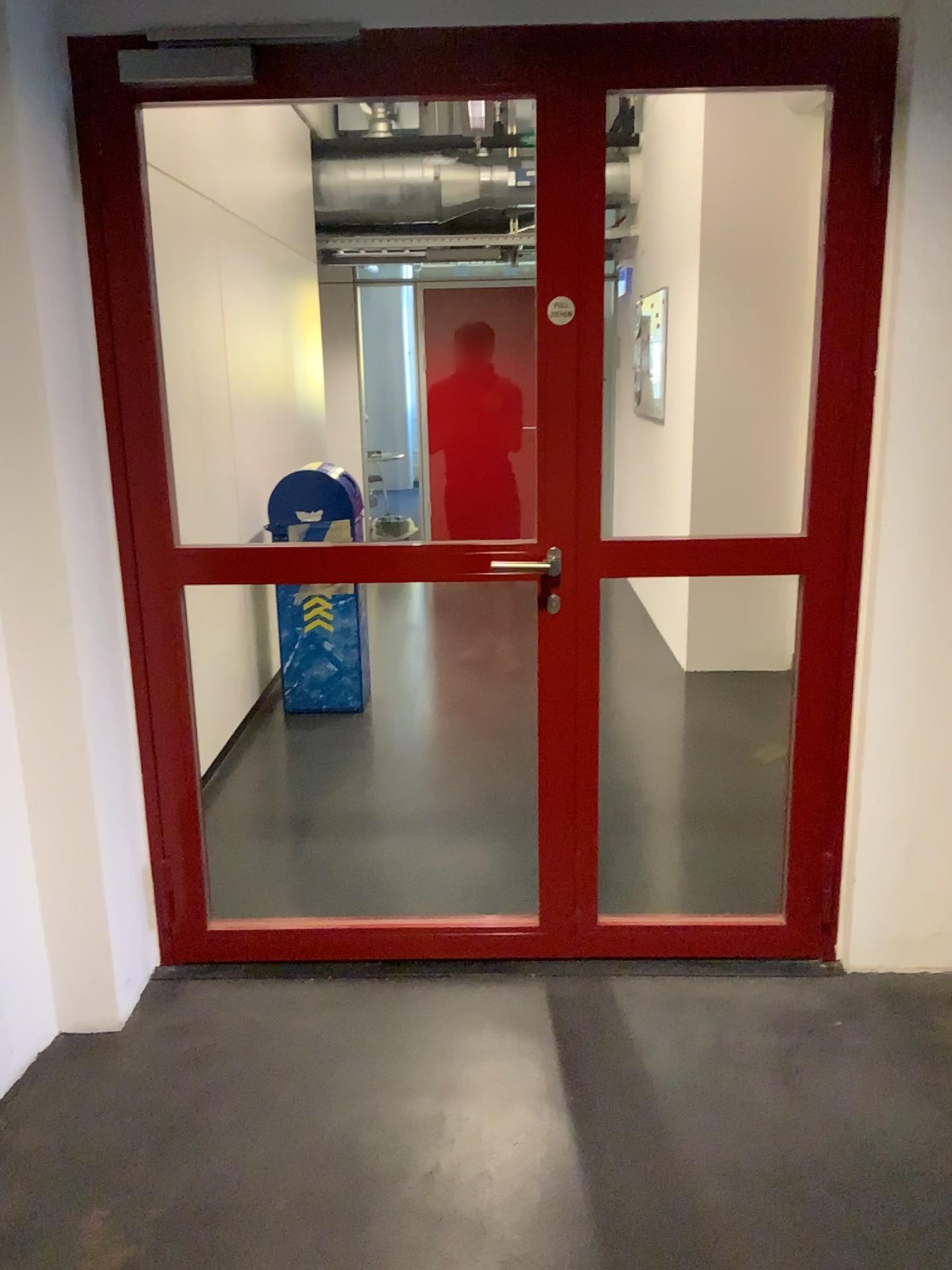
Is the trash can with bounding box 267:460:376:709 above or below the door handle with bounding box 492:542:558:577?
below

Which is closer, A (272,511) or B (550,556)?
B (550,556)

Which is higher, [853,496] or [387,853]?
[853,496]

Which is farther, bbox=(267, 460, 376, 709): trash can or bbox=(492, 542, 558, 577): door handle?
bbox=(267, 460, 376, 709): trash can
